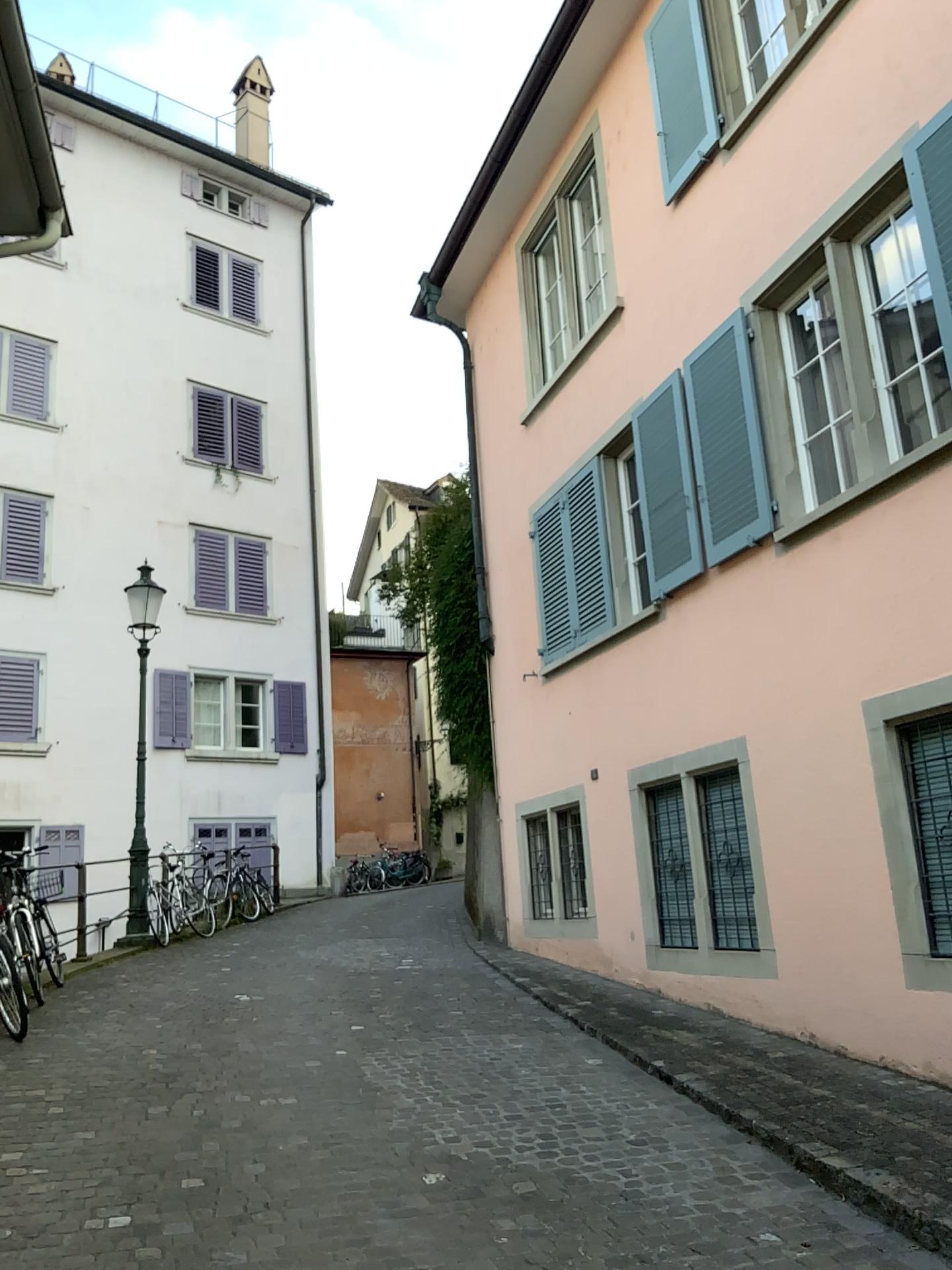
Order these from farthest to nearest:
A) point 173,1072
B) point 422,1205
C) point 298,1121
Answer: point 173,1072 → point 298,1121 → point 422,1205
